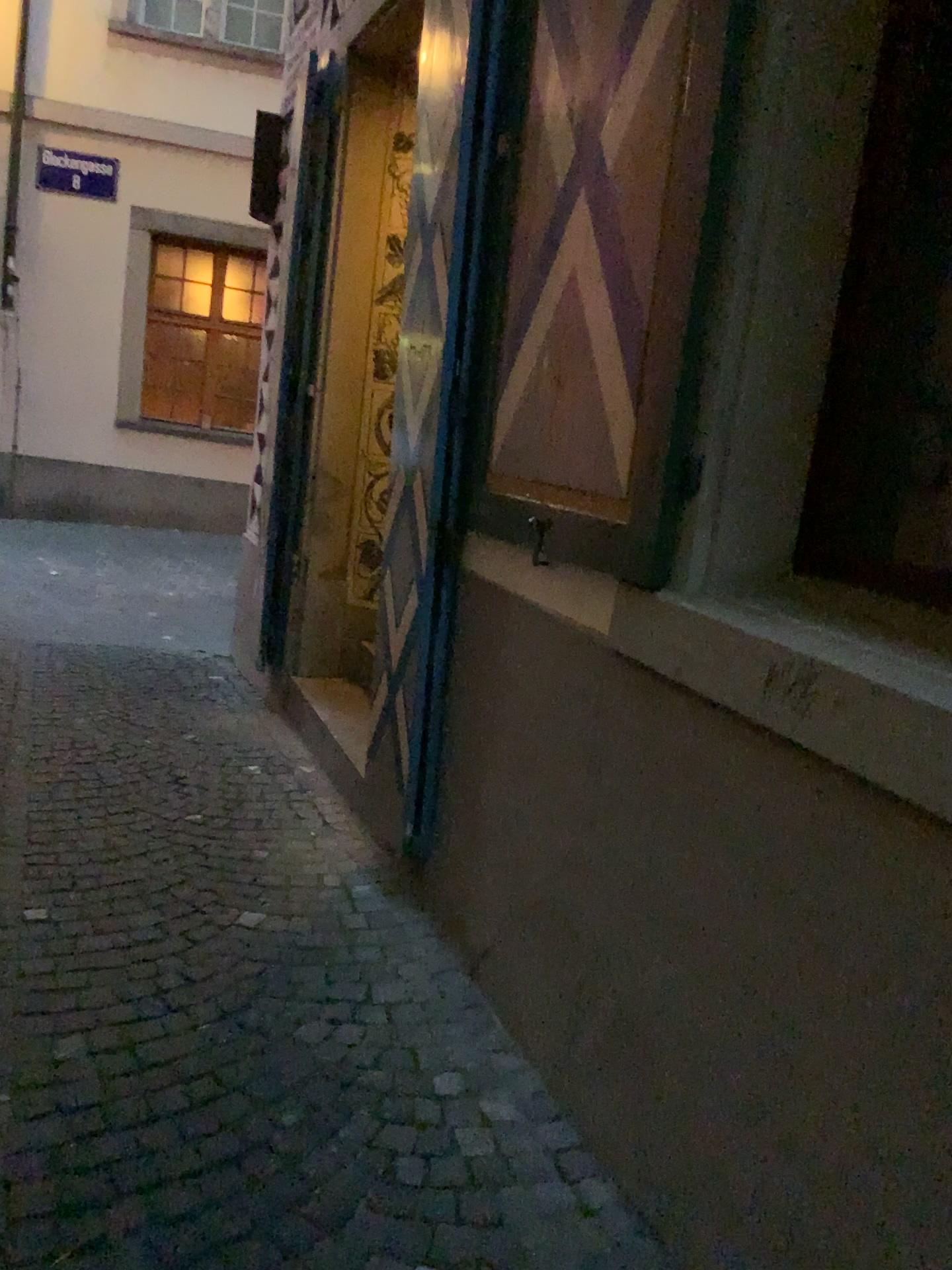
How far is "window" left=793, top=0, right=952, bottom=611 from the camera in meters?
1.7 m

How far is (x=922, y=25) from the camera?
1.7m

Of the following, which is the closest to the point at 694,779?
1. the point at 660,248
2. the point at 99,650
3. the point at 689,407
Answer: the point at 689,407
